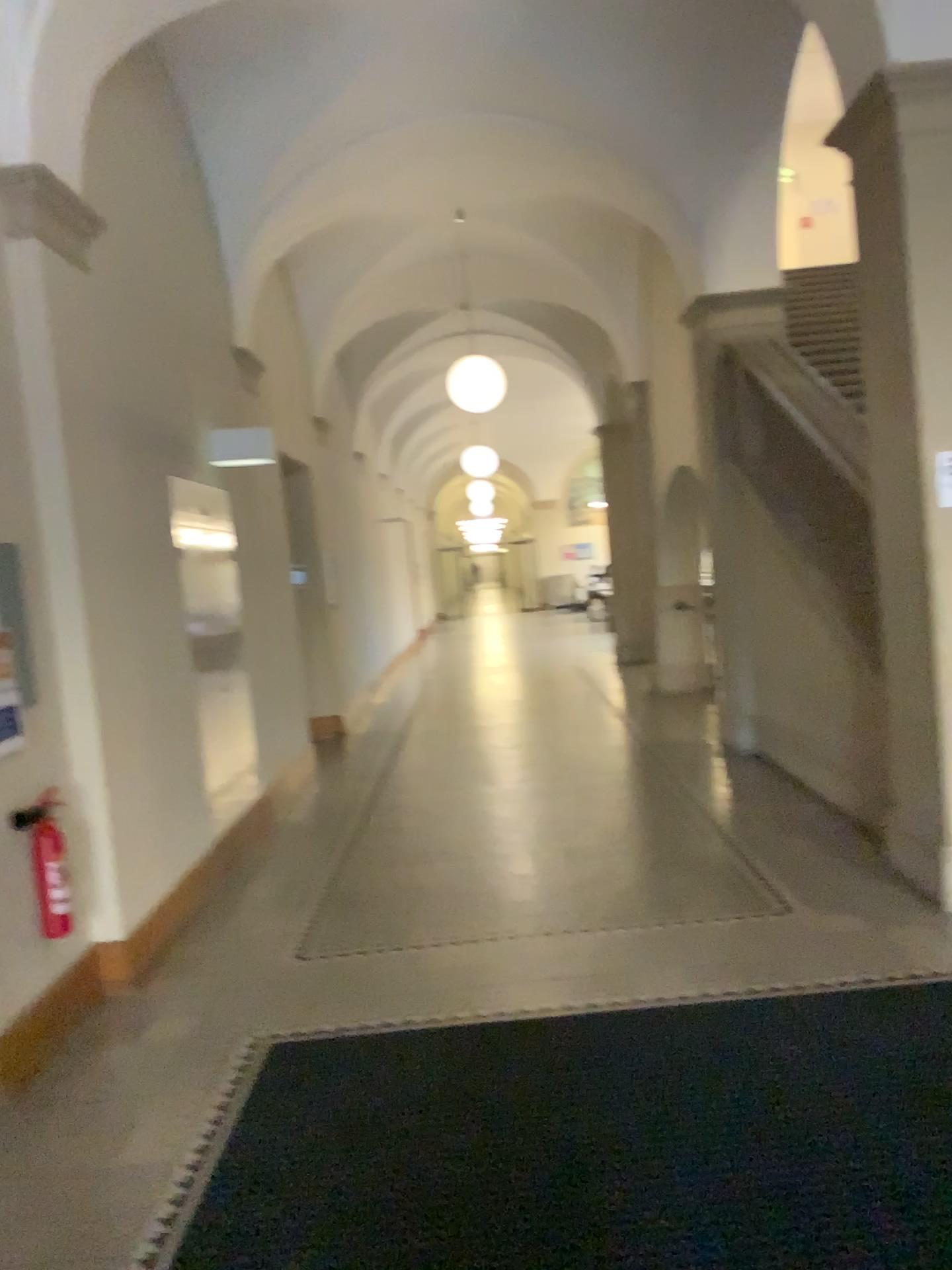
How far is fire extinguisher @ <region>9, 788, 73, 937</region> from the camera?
3.70m

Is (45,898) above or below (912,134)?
below

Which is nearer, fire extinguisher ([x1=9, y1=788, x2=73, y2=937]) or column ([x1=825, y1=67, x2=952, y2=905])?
fire extinguisher ([x1=9, y1=788, x2=73, y2=937])

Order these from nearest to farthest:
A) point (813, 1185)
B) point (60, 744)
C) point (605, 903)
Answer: point (813, 1185) < point (60, 744) < point (605, 903)

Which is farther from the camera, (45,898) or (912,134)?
(912,134)

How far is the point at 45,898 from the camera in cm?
370
